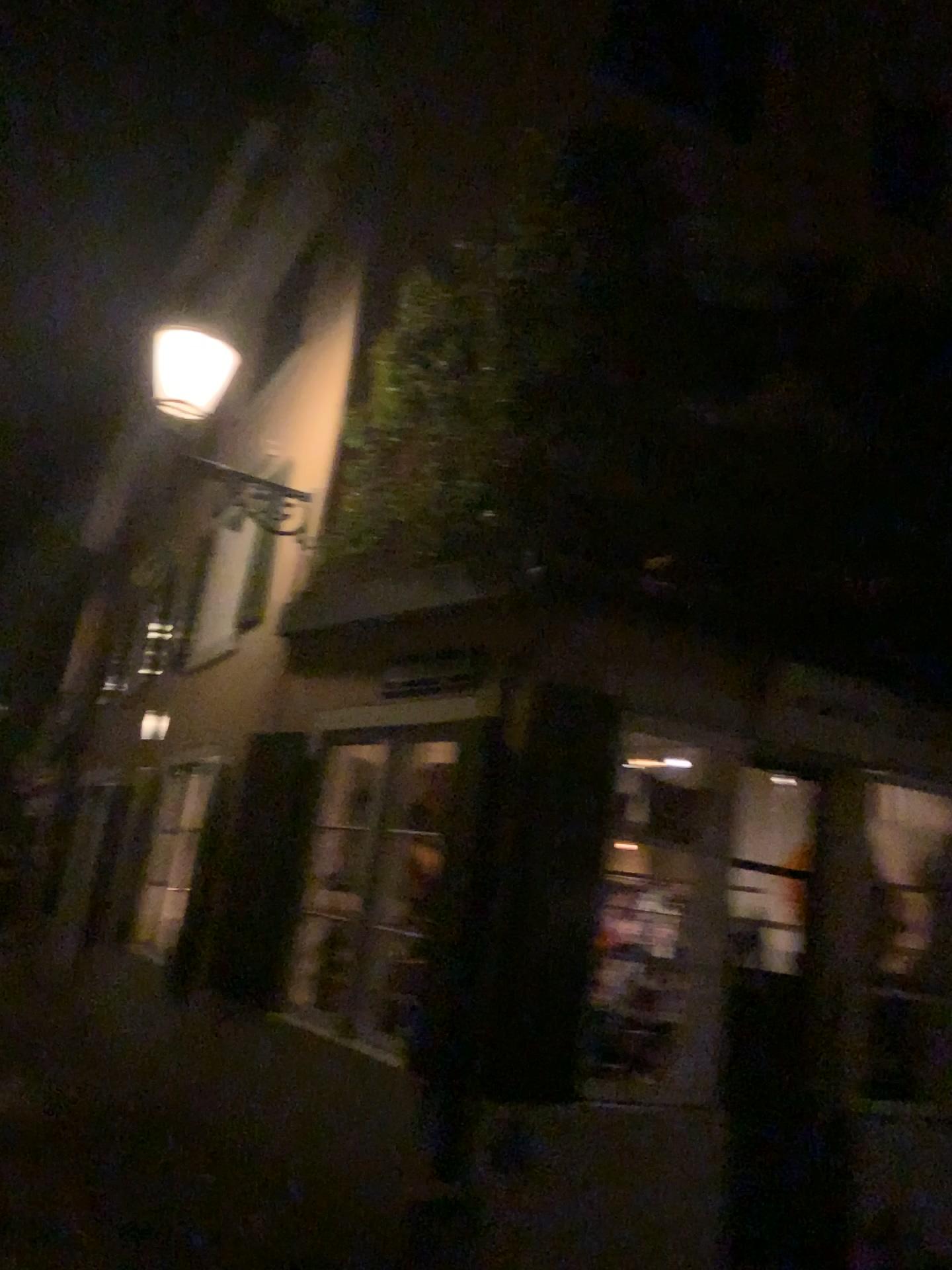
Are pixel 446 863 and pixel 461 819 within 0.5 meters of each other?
yes
